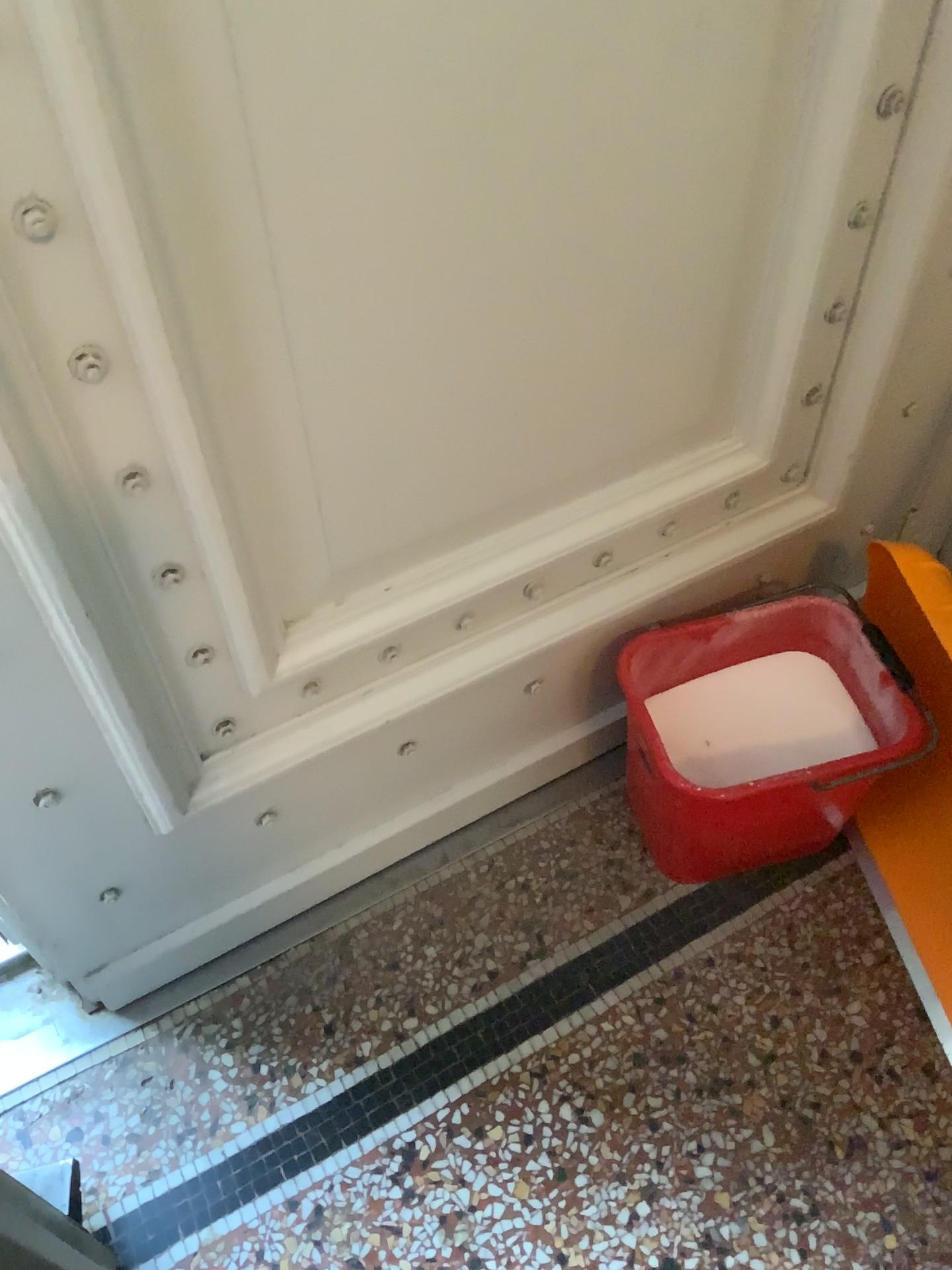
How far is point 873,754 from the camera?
1.16m

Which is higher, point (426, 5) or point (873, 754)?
point (426, 5)

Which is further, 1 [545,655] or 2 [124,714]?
1 [545,655]

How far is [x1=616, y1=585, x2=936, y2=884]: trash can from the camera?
1.2m

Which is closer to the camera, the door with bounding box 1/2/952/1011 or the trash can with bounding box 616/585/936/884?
the door with bounding box 1/2/952/1011

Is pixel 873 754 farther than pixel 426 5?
Yes
